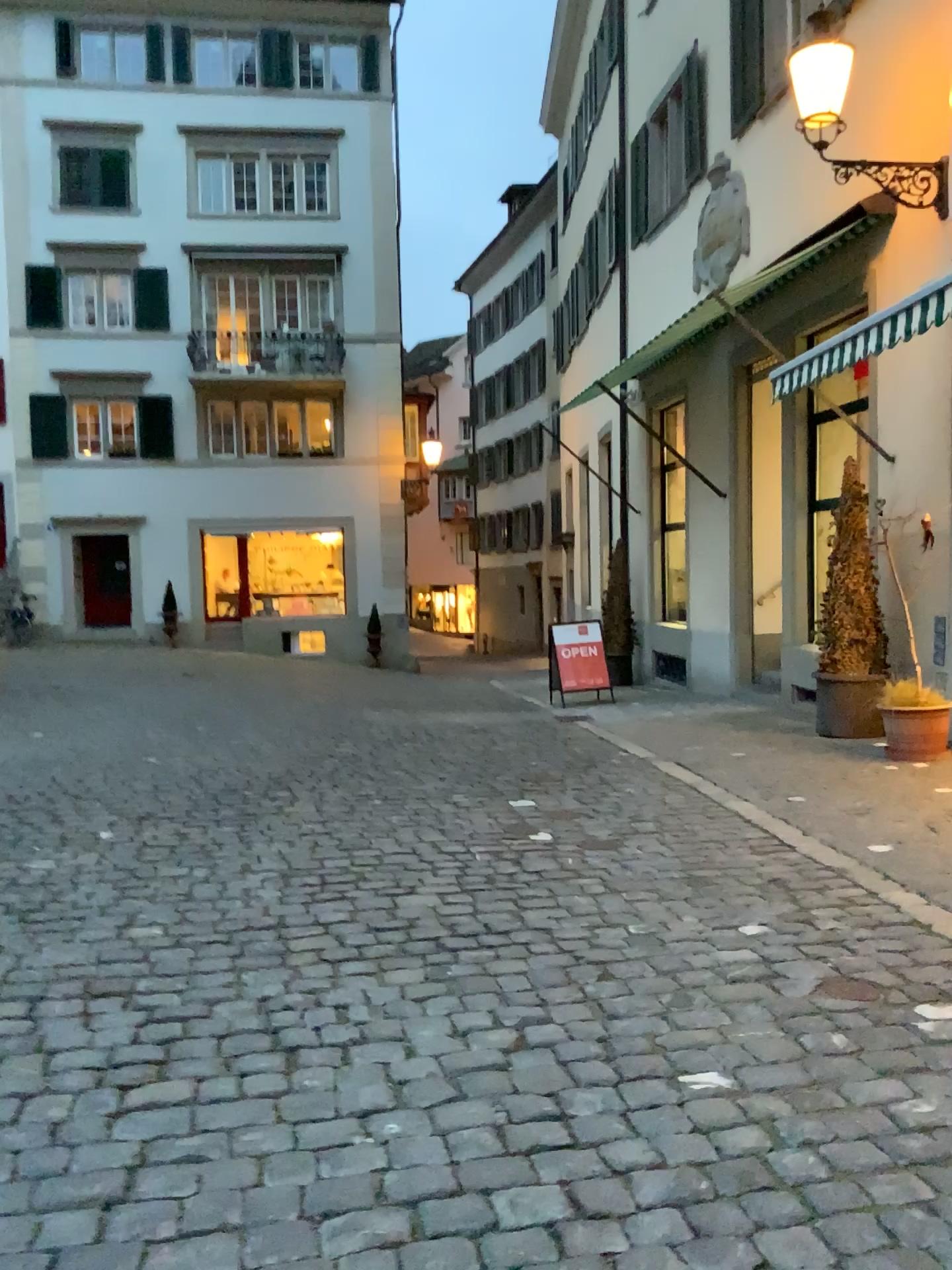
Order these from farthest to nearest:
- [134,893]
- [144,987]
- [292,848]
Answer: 1. [292,848]
2. [134,893]
3. [144,987]
